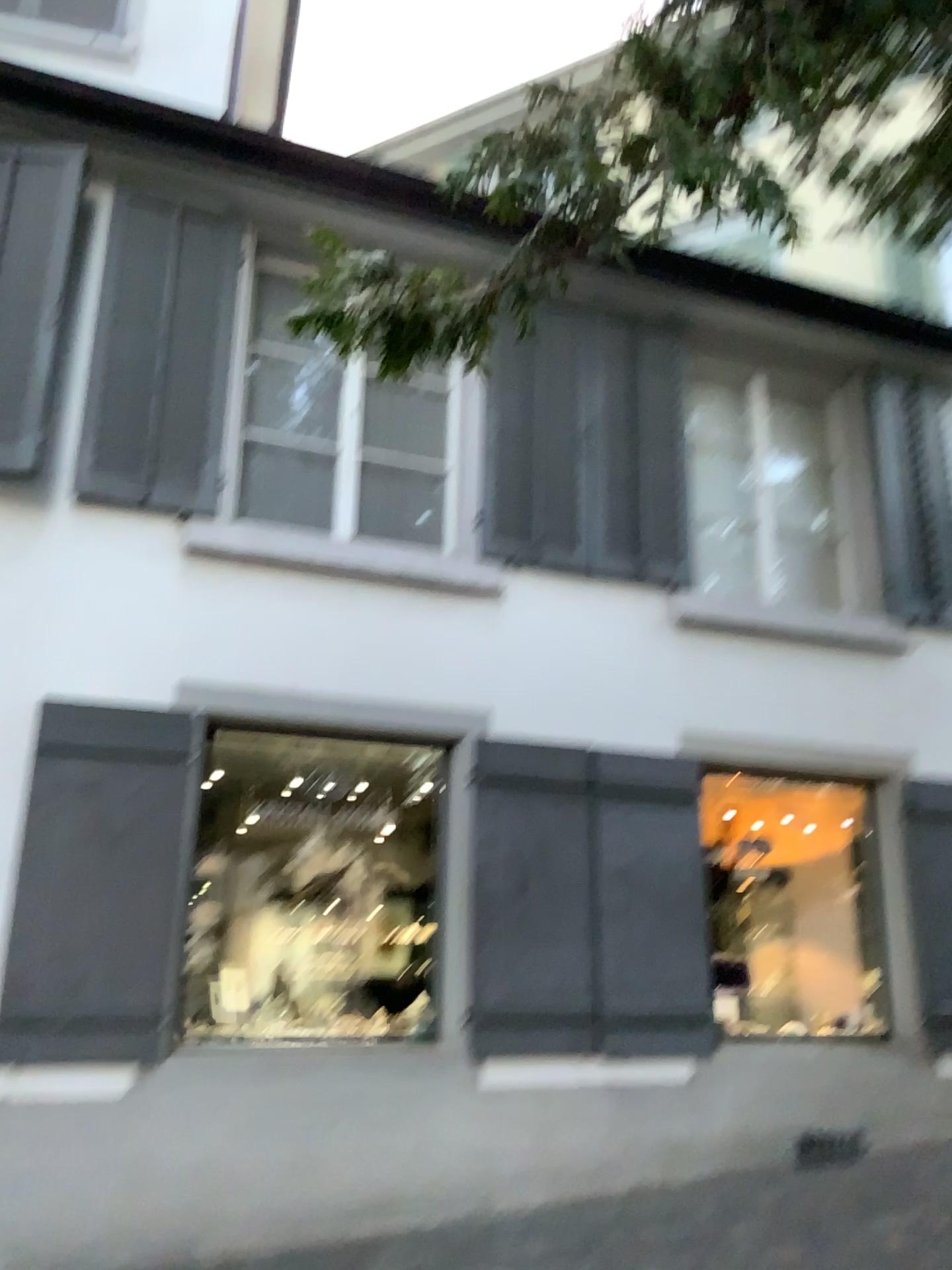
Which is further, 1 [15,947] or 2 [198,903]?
2 [198,903]

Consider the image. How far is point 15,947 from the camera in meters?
4.2

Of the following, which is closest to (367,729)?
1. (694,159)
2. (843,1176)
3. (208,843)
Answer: (208,843)

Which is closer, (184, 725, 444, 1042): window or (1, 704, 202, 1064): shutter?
(1, 704, 202, 1064): shutter

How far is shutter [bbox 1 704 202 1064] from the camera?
4.2m
